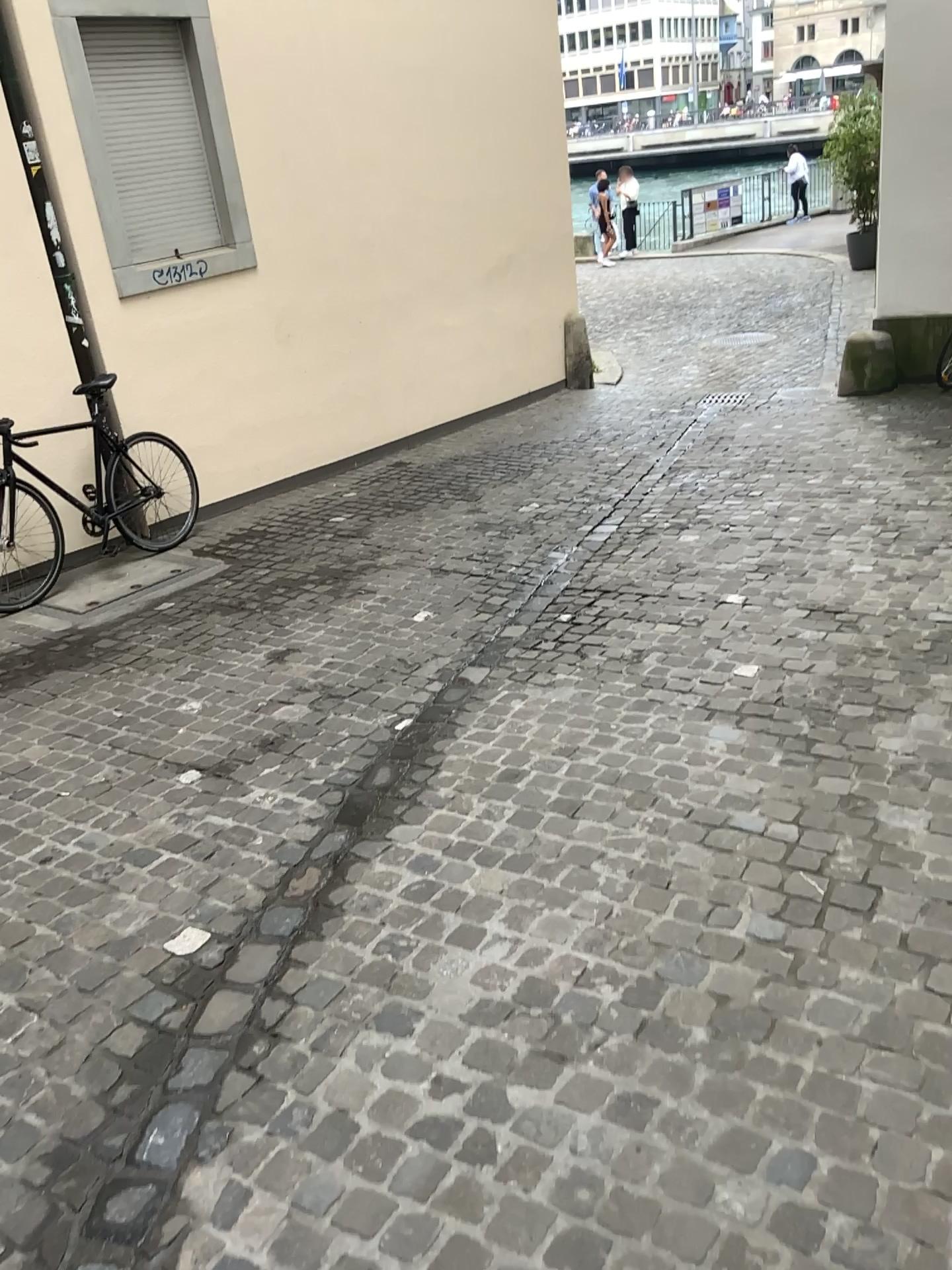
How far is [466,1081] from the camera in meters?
2.1 m
